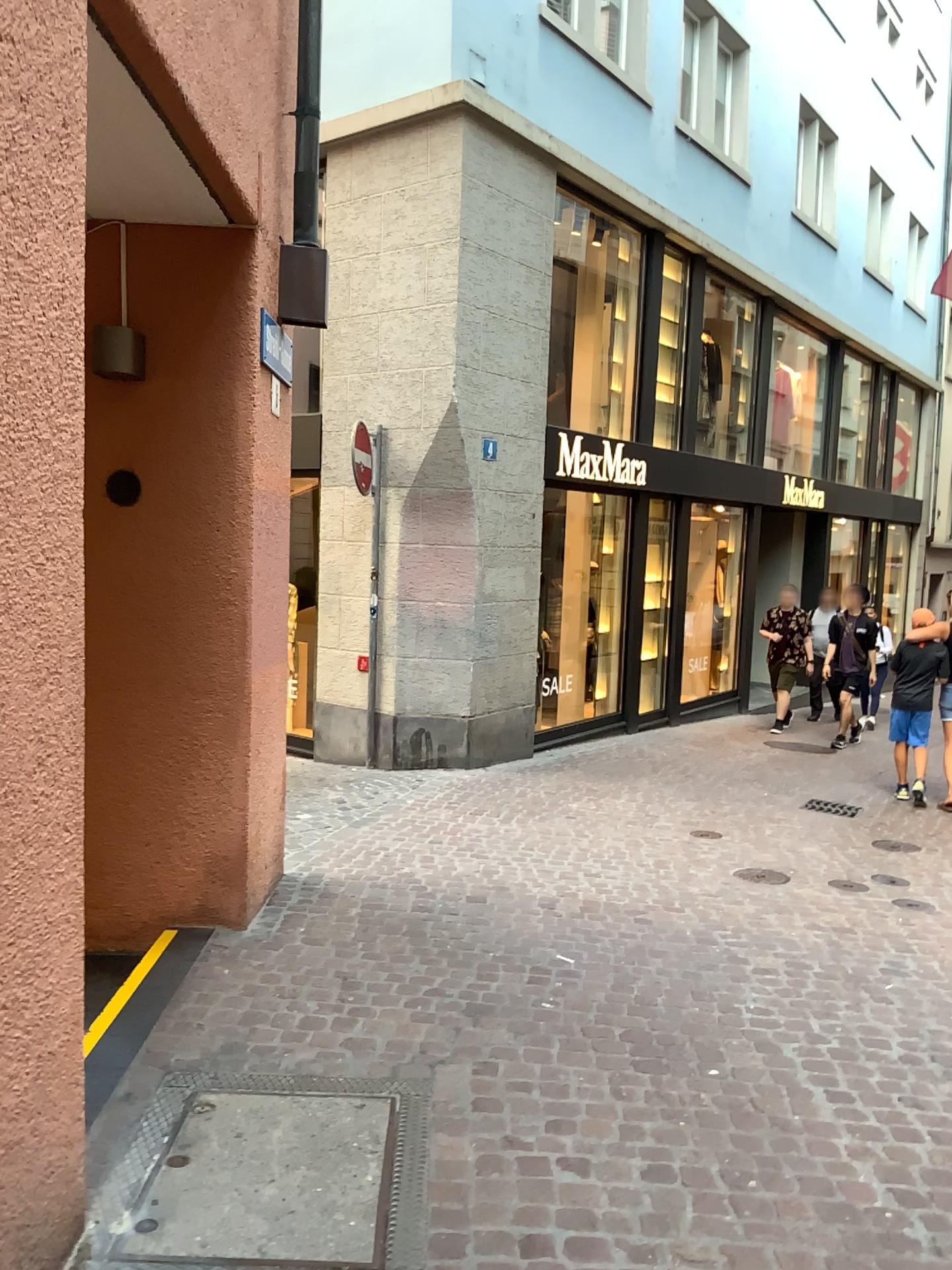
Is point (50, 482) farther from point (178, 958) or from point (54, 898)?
point (178, 958)
